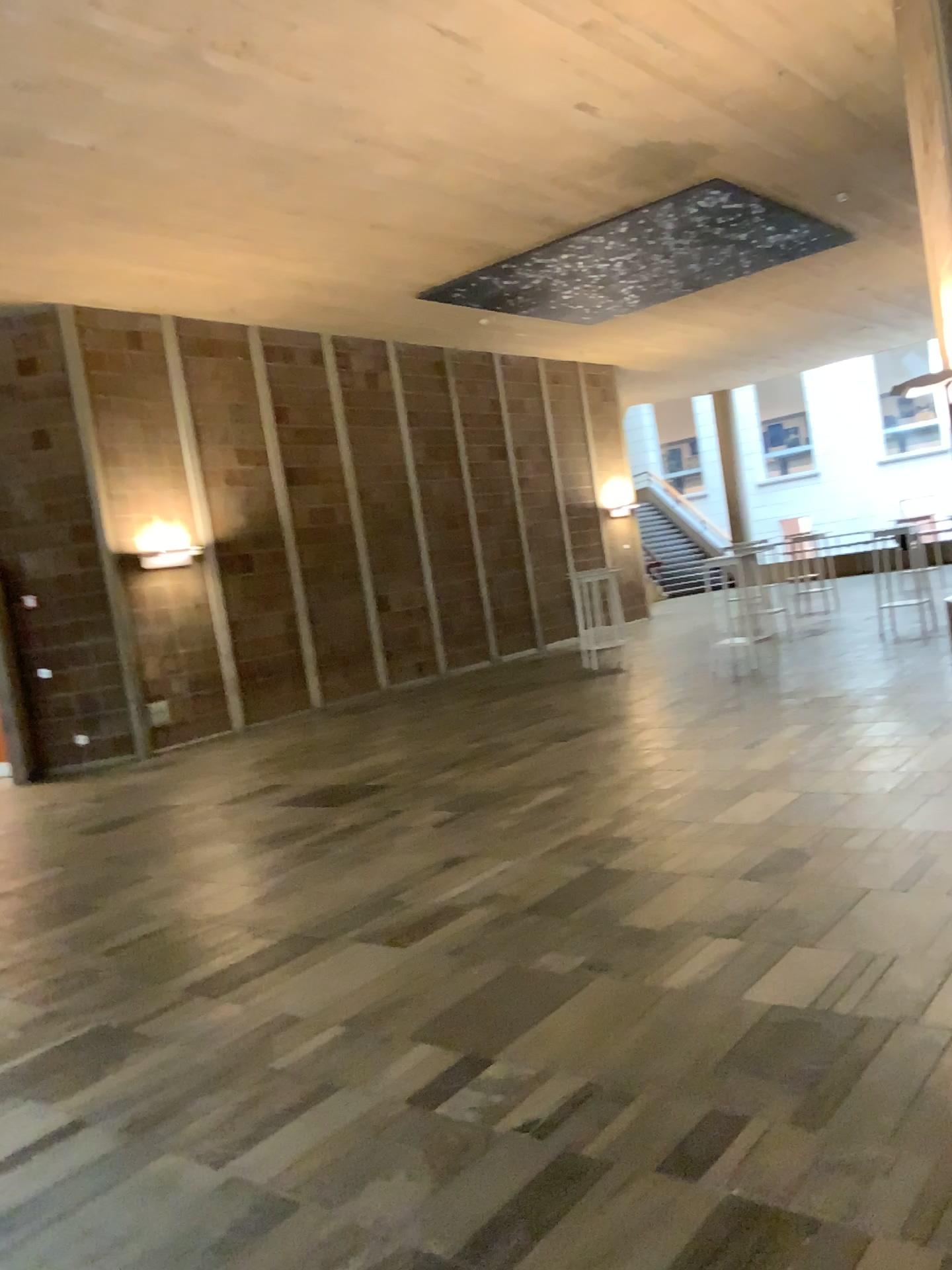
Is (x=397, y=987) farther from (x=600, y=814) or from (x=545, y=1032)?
(x=600, y=814)
